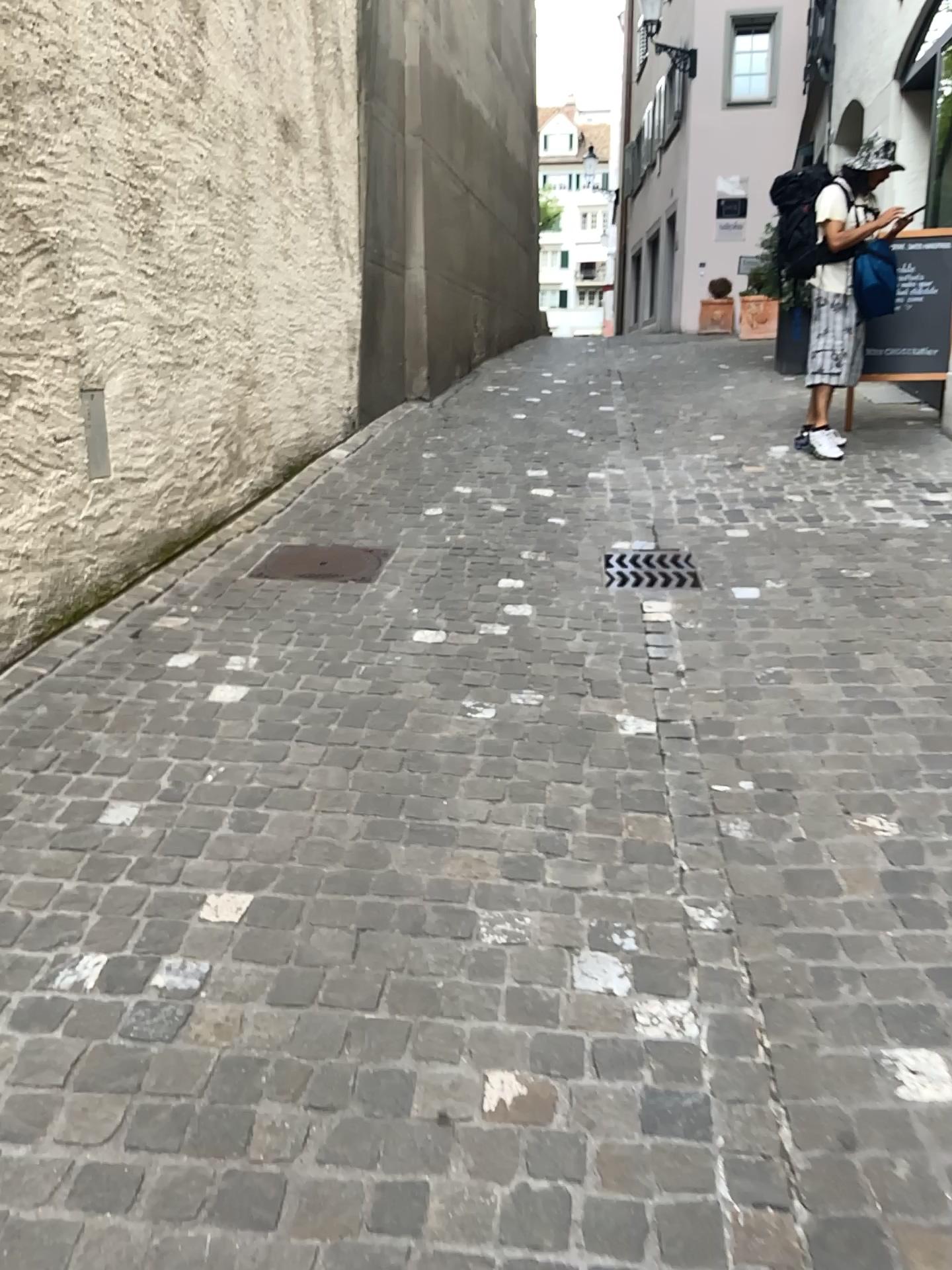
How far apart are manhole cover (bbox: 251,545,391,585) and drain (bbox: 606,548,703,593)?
0.9m

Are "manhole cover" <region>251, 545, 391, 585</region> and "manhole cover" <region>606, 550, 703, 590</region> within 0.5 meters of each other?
no

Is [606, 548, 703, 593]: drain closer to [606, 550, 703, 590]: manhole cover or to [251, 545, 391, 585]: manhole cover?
[606, 550, 703, 590]: manhole cover

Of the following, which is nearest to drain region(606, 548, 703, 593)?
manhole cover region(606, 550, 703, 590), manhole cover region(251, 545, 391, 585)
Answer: manhole cover region(606, 550, 703, 590)

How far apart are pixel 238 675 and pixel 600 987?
1.6m

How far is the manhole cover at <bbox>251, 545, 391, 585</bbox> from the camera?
4.1 meters

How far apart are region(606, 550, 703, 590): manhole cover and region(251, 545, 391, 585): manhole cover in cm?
94

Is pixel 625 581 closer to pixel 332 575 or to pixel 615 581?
pixel 615 581

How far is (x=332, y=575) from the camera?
4.09m

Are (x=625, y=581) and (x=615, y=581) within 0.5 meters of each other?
yes
